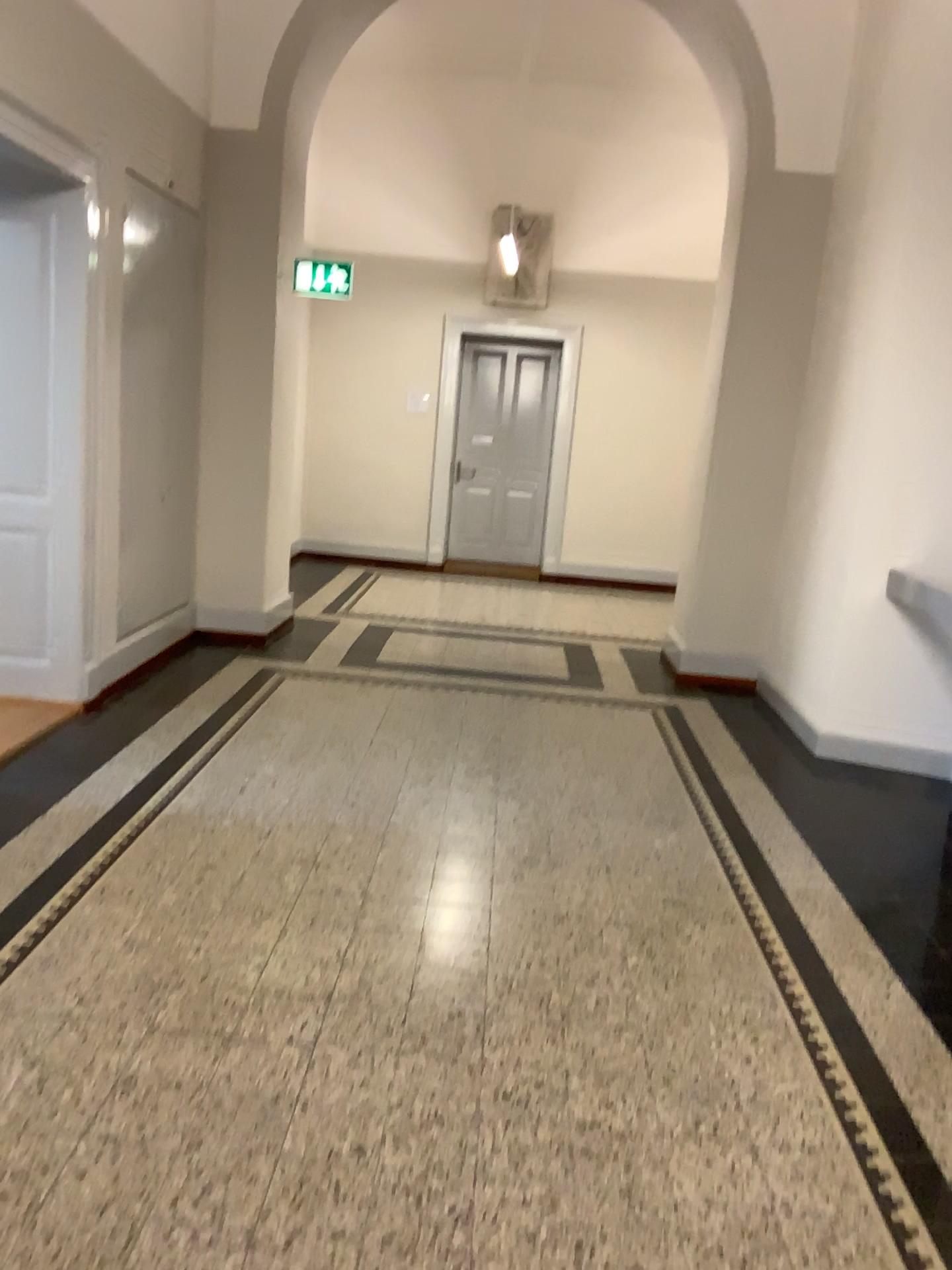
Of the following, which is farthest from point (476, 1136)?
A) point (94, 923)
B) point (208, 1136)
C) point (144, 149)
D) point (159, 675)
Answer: point (144, 149)
